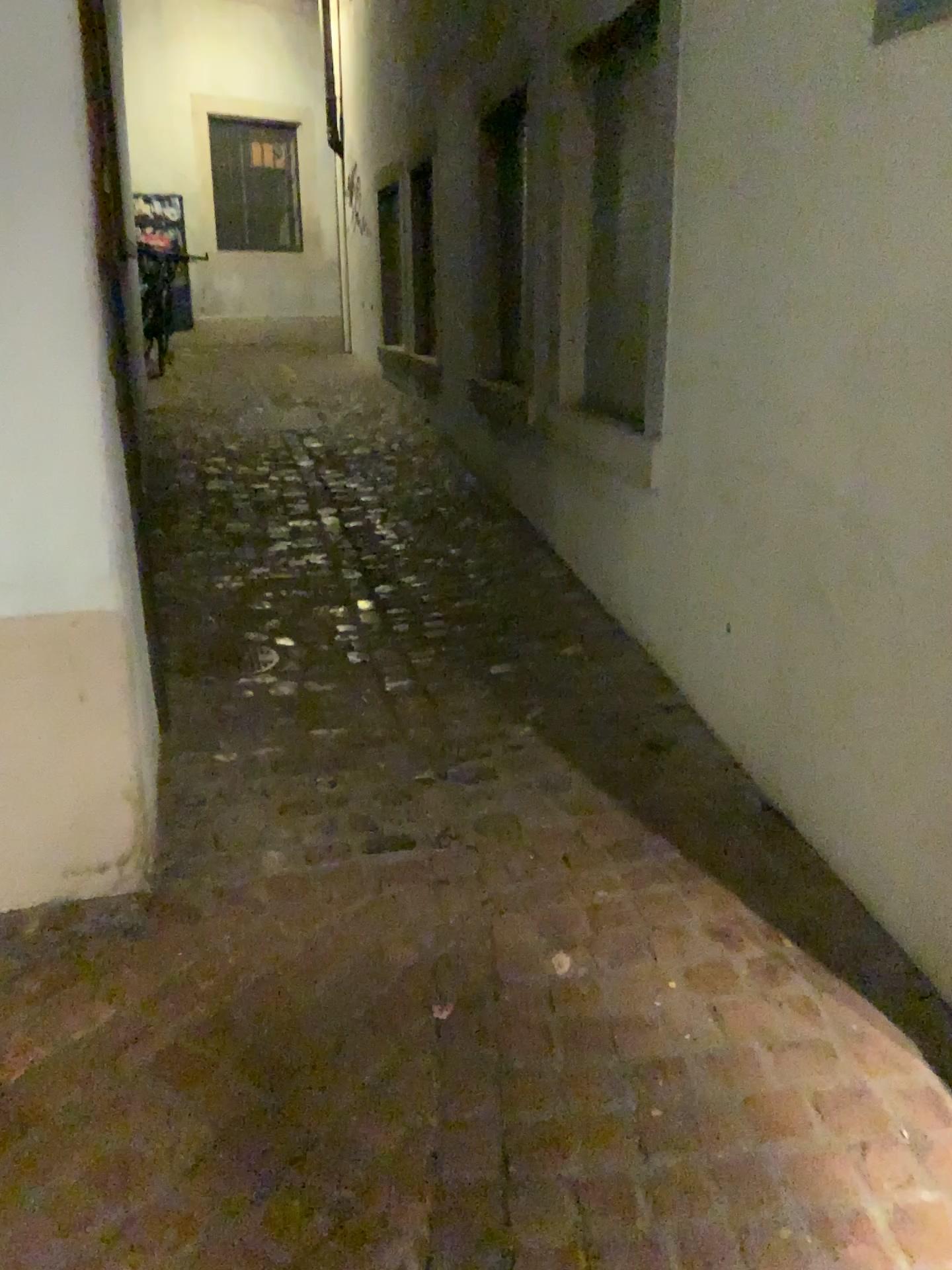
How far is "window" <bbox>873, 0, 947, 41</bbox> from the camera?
1.65m

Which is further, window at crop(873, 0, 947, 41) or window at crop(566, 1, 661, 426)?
window at crop(566, 1, 661, 426)

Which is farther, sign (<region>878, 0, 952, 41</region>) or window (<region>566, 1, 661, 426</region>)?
window (<region>566, 1, 661, 426</region>)

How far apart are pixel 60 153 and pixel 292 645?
1.78m

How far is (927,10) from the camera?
1.7m

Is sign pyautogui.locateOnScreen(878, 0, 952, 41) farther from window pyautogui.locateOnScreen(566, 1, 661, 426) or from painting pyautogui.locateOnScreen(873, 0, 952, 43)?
window pyautogui.locateOnScreen(566, 1, 661, 426)

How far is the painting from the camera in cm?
165

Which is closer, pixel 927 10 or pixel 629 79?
pixel 927 10

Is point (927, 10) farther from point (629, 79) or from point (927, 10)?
point (629, 79)

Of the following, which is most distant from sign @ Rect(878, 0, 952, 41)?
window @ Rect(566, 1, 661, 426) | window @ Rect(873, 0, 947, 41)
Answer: window @ Rect(566, 1, 661, 426)
